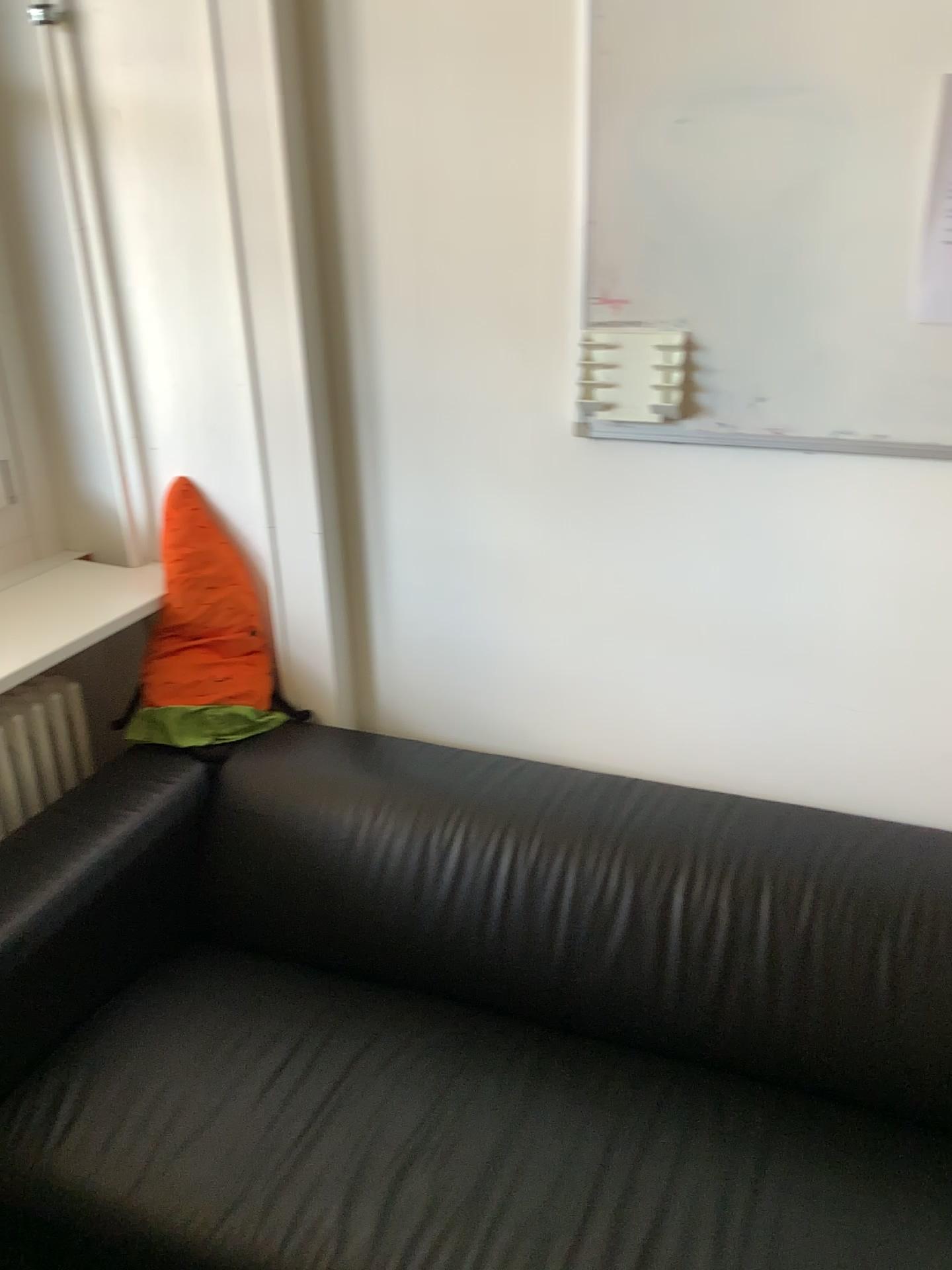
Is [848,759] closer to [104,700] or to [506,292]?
[506,292]

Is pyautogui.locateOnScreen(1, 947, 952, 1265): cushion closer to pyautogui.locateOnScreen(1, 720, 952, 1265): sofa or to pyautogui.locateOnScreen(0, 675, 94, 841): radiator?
pyautogui.locateOnScreen(1, 720, 952, 1265): sofa

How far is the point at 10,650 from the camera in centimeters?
175cm

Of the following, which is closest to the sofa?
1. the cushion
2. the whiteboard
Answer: the cushion

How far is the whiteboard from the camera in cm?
134

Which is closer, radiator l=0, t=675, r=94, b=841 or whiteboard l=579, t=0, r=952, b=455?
whiteboard l=579, t=0, r=952, b=455

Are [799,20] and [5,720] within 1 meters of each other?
no

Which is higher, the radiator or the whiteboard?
the whiteboard

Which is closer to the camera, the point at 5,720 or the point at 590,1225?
the point at 590,1225

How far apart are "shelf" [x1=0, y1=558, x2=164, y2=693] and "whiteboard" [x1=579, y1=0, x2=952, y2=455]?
0.95m
